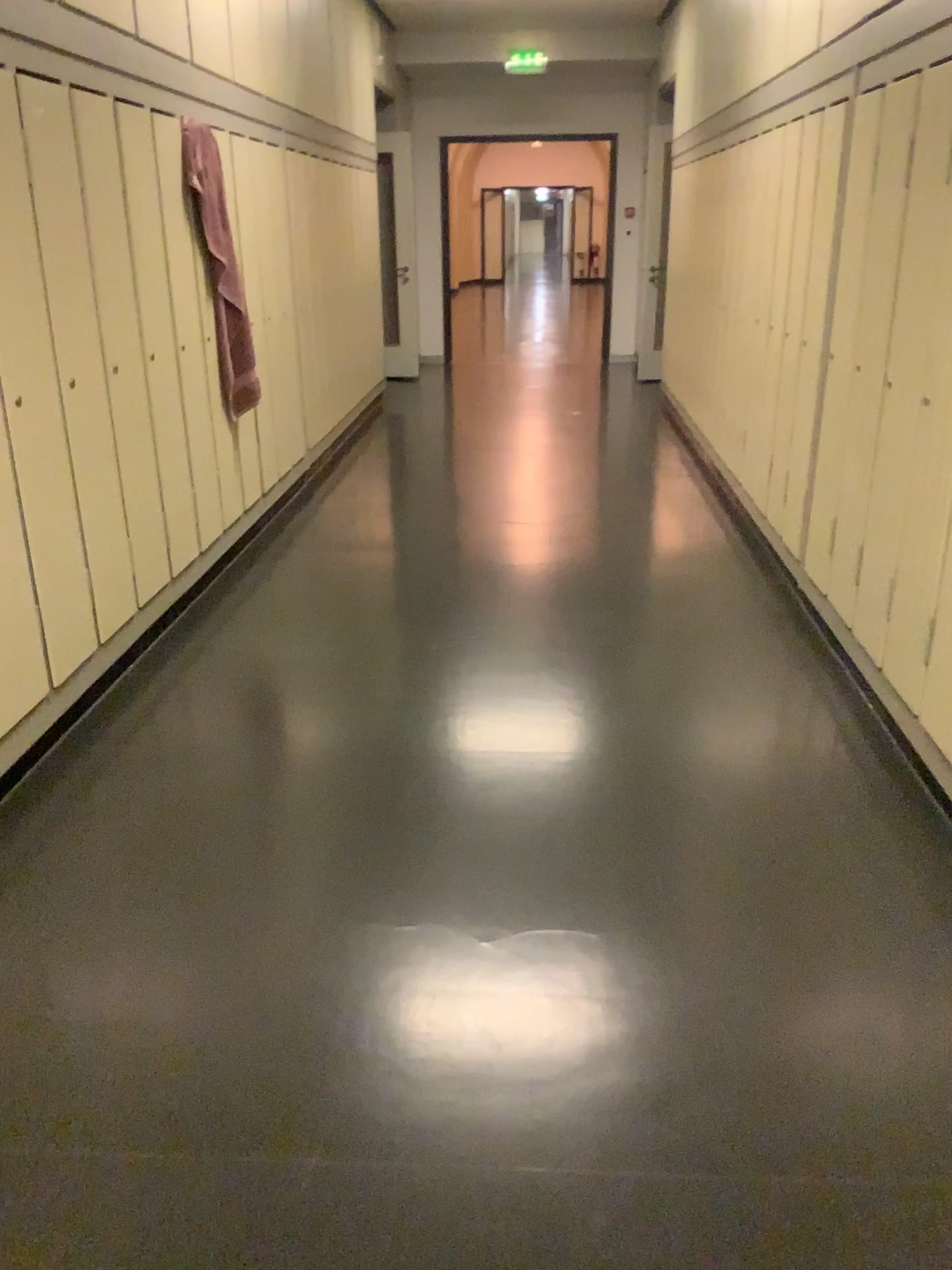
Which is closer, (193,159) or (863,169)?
(863,169)

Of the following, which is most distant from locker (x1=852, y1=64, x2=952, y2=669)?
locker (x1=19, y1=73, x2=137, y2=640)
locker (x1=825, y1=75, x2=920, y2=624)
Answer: locker (x1=19, y1=73, x2=137, y2=640)

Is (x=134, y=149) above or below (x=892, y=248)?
above

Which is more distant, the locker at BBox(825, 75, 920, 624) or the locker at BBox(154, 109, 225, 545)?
the locker at BBox(154, 109, 225, 545)

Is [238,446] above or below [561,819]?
above

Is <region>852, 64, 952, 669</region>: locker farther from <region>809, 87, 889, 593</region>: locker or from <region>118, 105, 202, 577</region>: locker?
<region>118, 105, 202, 577</region>: locker

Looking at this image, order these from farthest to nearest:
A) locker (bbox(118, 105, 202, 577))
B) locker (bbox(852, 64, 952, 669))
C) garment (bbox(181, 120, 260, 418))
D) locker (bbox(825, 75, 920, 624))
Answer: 1. garment (bbox(181, 120, 260, 418))
2. locker (bbox(118, 105, 202, 577))
3. locker (bbox(825, 75, 920, 624))
4. locker (bbox(852, 64, 952, 669))

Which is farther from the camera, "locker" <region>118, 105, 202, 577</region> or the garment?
the garment

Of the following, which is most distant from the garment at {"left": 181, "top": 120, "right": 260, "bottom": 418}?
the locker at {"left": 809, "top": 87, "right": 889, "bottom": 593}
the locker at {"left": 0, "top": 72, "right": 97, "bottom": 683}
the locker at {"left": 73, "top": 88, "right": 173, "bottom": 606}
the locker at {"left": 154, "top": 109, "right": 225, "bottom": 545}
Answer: the locker at {"left": 809, "top": 87, "right": 889, "bottom": 593}

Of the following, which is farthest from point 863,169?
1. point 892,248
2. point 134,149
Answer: point 134,149
